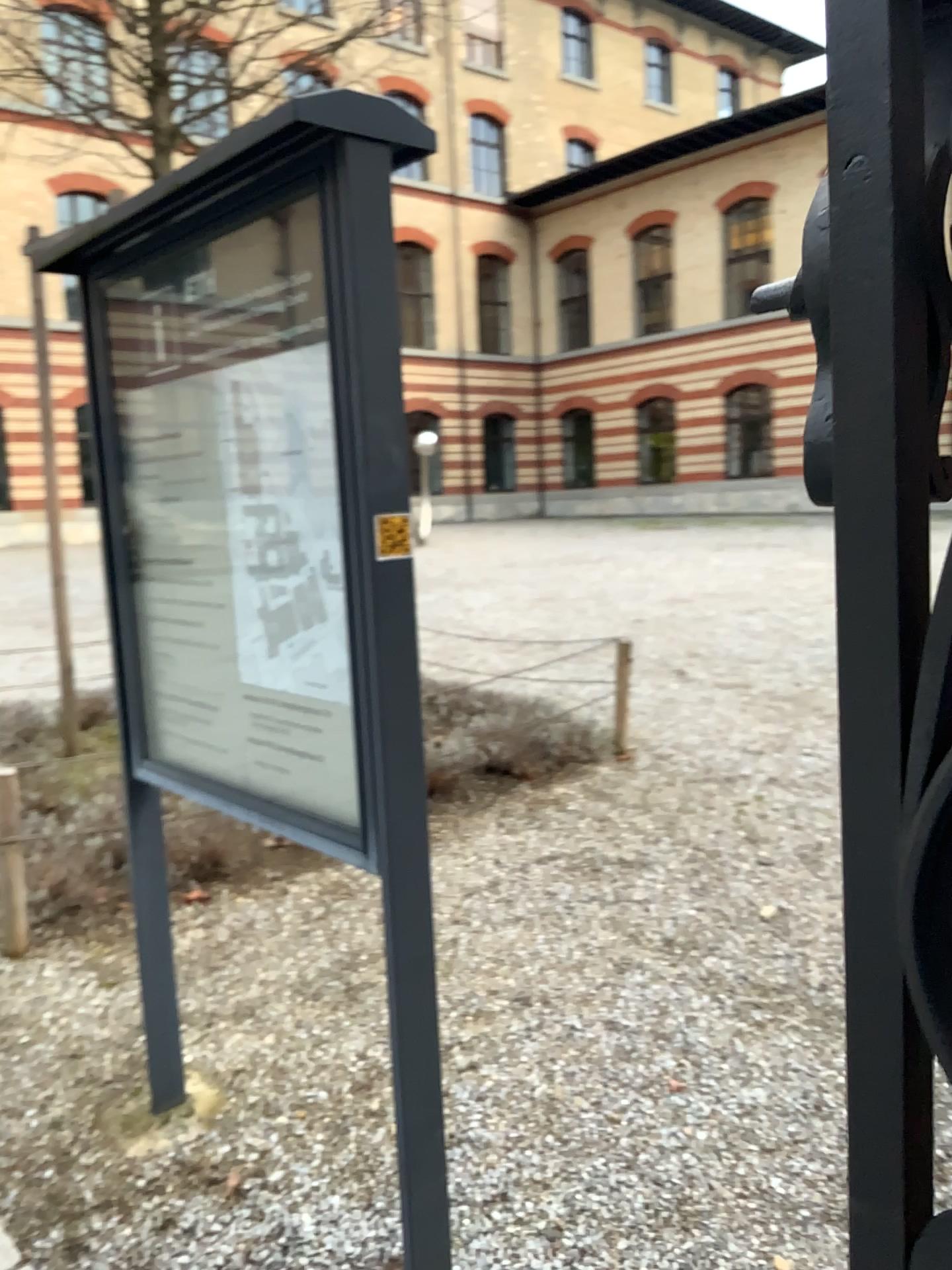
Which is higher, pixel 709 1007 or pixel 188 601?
pixel 188 601
